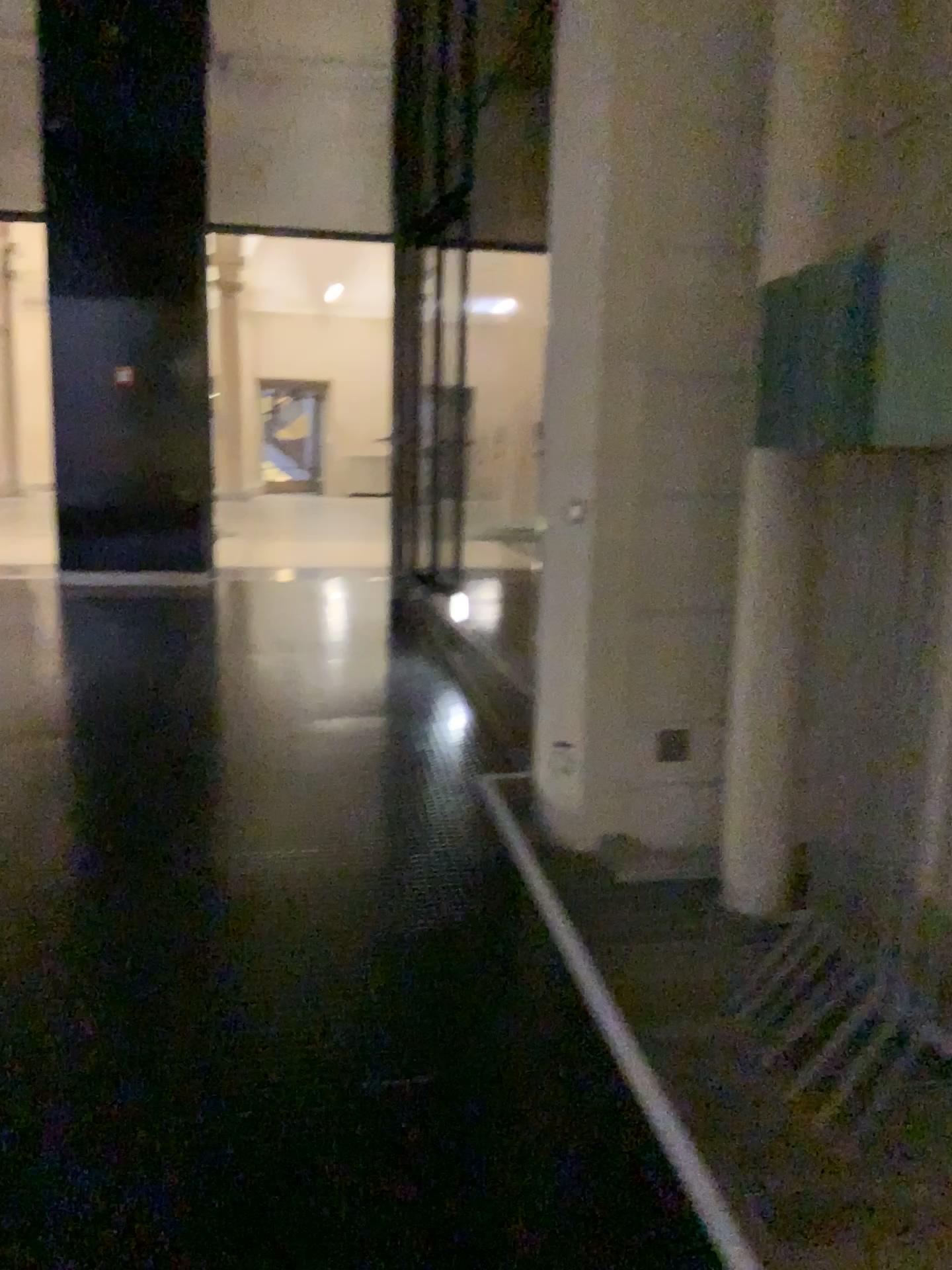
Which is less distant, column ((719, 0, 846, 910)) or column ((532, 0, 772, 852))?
column ((719, 0, 846, 910))

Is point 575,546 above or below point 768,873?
above

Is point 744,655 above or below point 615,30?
below

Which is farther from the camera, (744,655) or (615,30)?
(615,30)
